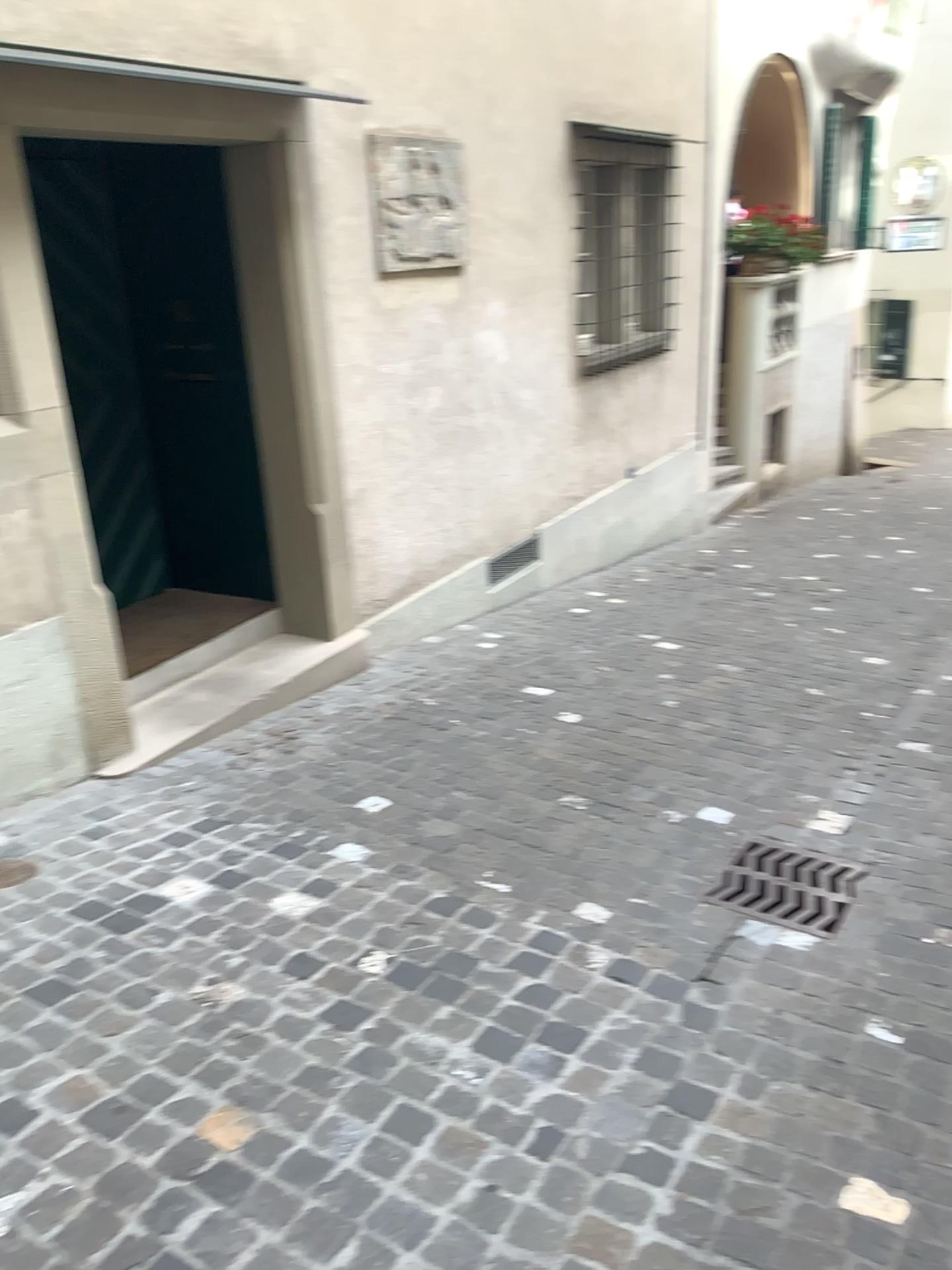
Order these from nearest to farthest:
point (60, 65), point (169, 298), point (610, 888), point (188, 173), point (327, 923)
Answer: point (327, 923) < point (610, 888) < point (60, 65) < point (188, 173) < point (169, 298)

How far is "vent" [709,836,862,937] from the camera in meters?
3.0

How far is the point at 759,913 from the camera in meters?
3.0 m
